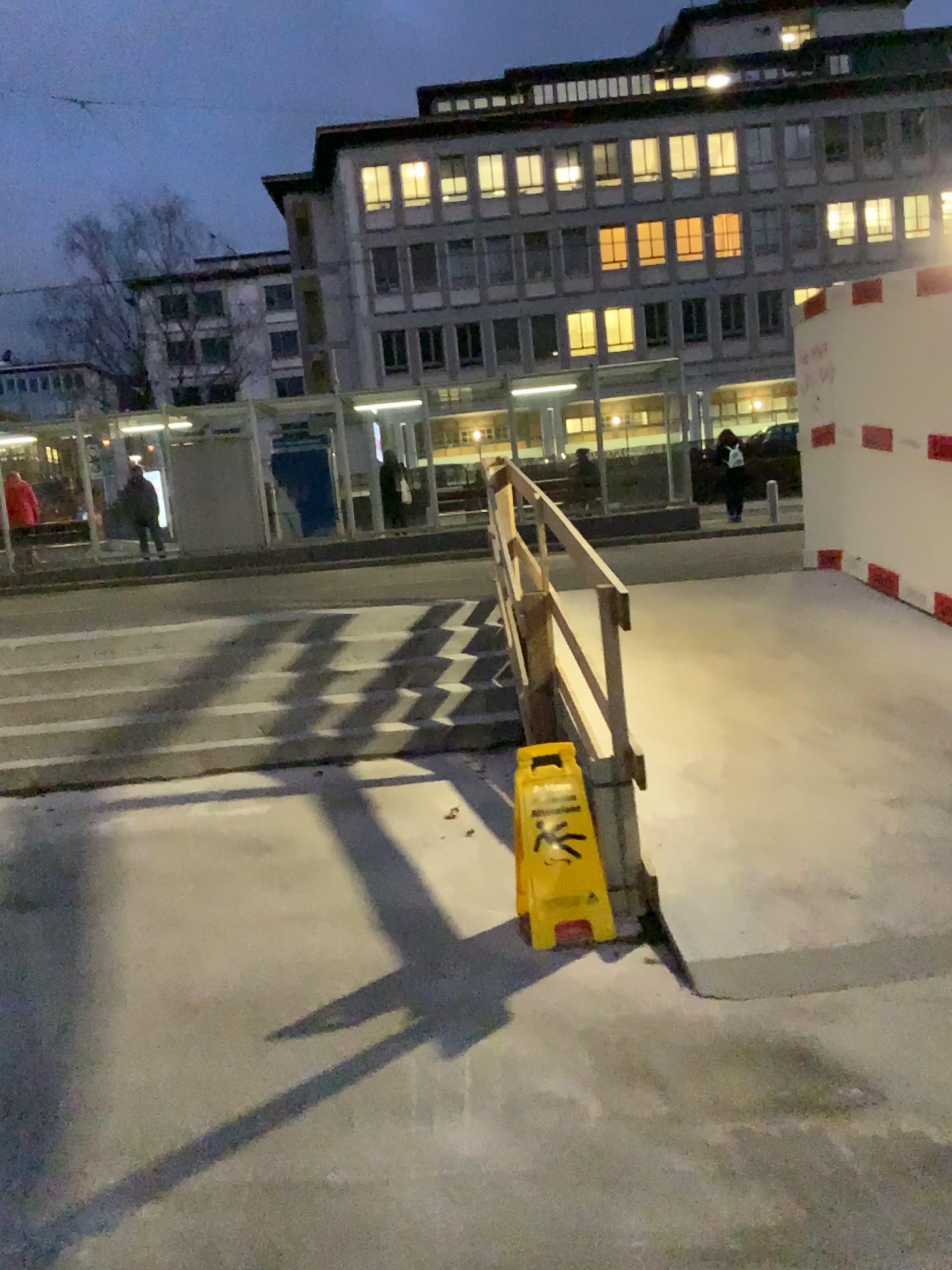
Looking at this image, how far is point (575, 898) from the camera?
3.43m

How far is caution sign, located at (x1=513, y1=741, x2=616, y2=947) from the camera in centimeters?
343cm

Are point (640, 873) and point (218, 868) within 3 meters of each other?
yes
